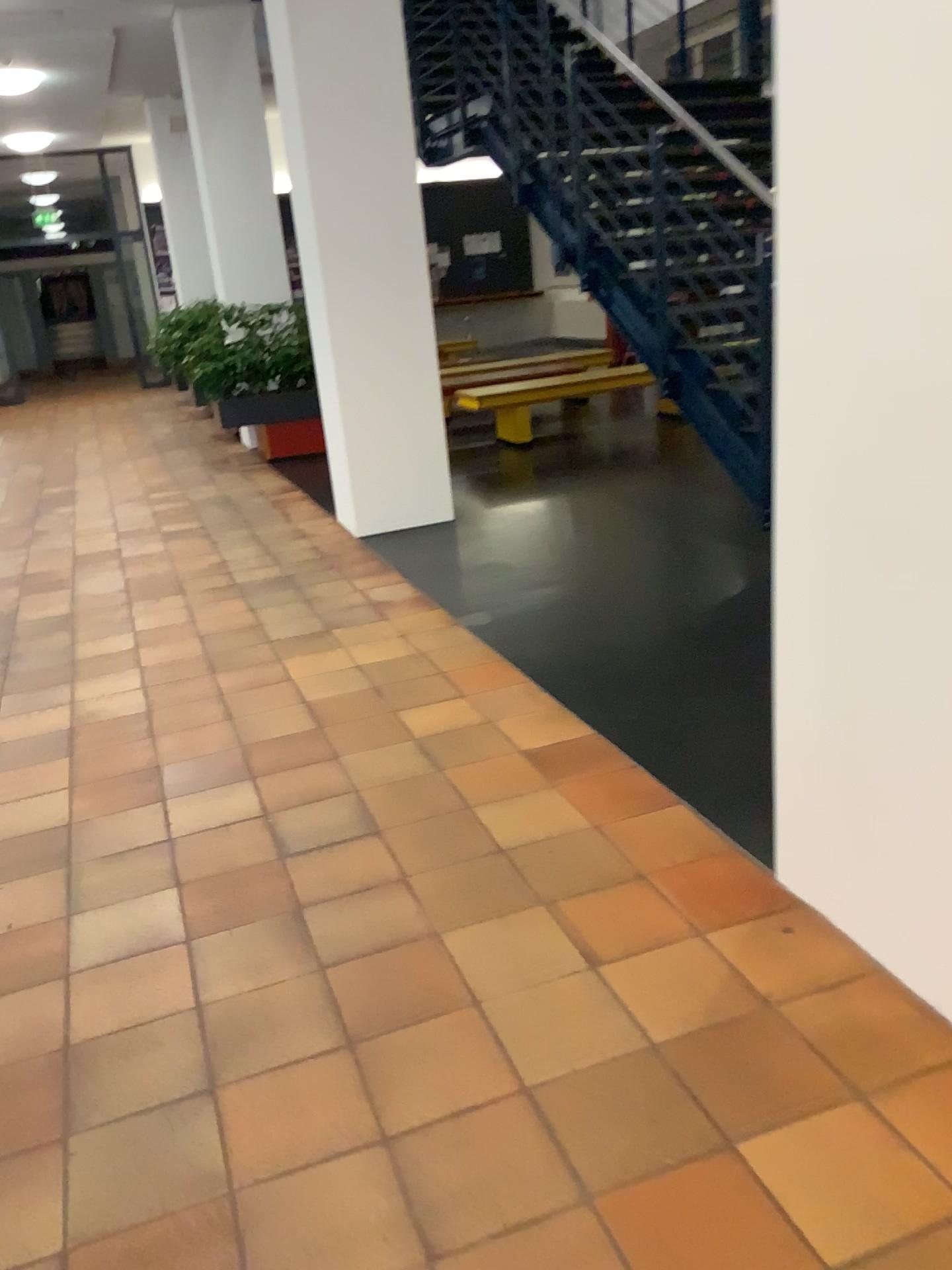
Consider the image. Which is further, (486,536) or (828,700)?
(486,536)
